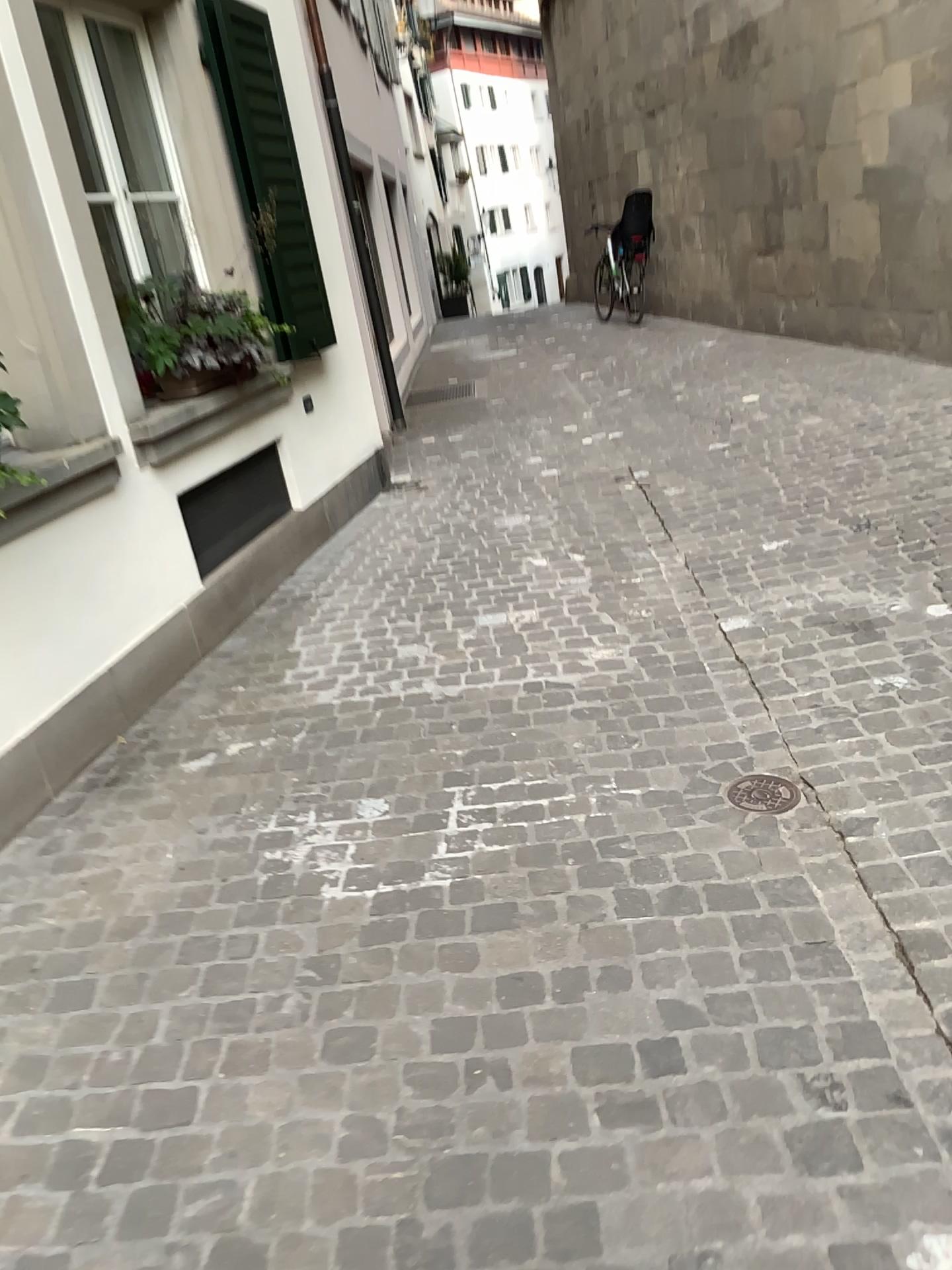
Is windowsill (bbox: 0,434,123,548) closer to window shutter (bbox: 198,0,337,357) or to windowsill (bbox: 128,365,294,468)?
windowsill (bbox: 128,365,294,468)

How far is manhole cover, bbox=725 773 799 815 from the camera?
2.6 meters

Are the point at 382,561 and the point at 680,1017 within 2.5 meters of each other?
no

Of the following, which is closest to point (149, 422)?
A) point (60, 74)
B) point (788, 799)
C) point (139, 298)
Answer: point (139, 298)

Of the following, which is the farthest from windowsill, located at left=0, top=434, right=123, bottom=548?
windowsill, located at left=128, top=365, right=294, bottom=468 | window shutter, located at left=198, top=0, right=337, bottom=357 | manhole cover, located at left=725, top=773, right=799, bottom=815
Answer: manhole cover, located at left=725, top=773, right=799, bottom=815

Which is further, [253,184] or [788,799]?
[253,184]

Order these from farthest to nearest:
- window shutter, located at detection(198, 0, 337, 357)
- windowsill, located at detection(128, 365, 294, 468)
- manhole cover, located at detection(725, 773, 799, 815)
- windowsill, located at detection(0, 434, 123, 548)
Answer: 1. window shutter, located at detection(198, 0, 337, 357)
2. windowsill, located at detection(128, 365, 294, 468)
3. windowsill, located at detection(0, 434, 123, 548)
4. manhole cover, located at detection(725, 773, 799, 815)

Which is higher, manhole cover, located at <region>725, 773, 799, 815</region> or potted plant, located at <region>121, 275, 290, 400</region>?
potted plant, located at <region>121, 275, 290, 400</region>

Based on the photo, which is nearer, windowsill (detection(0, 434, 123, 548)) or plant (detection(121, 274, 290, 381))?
windowsill (detection(0, 434, 123, 548))

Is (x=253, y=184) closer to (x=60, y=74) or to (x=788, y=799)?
(x=60, y=74)
